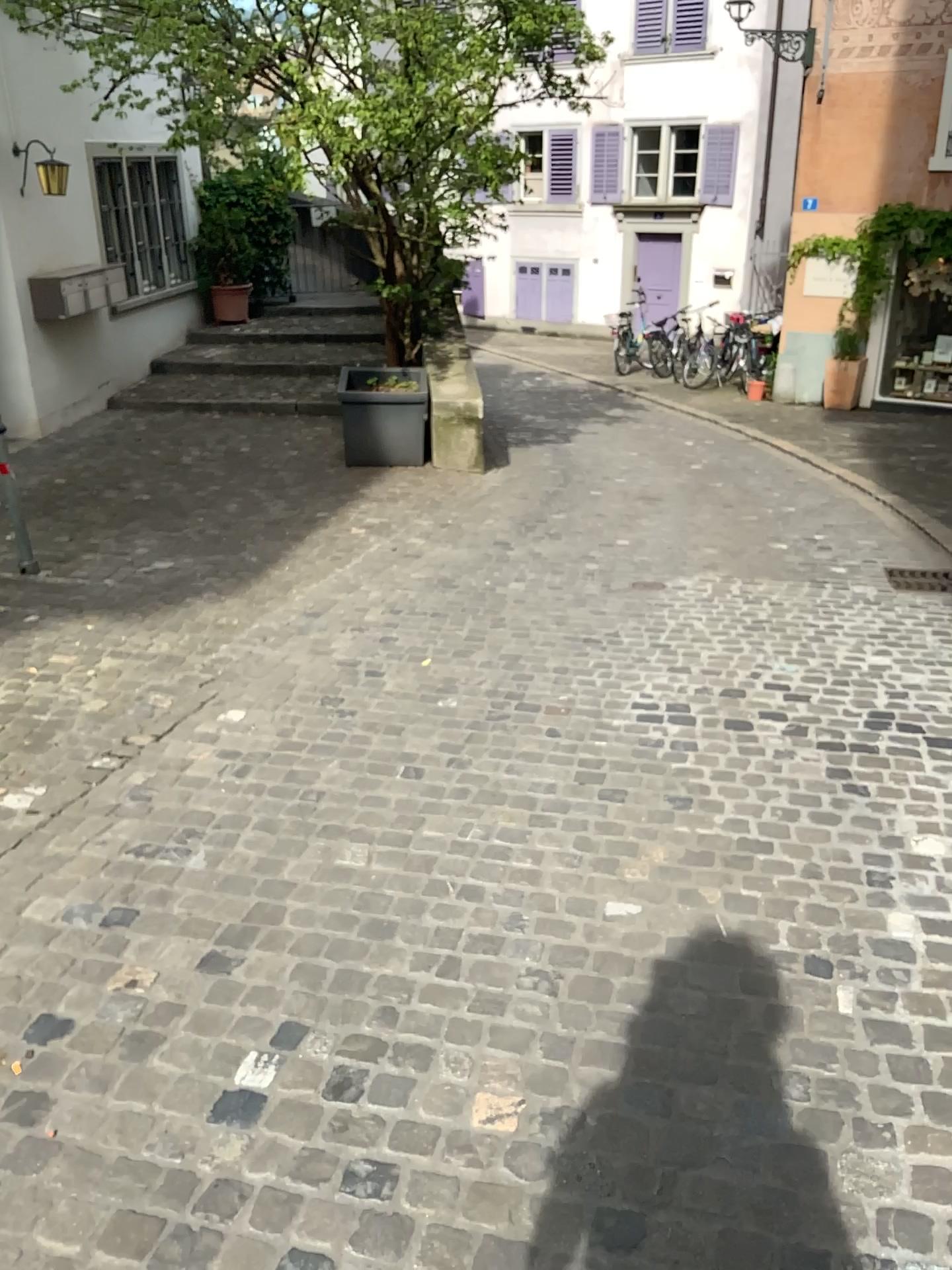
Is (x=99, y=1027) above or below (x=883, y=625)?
above
